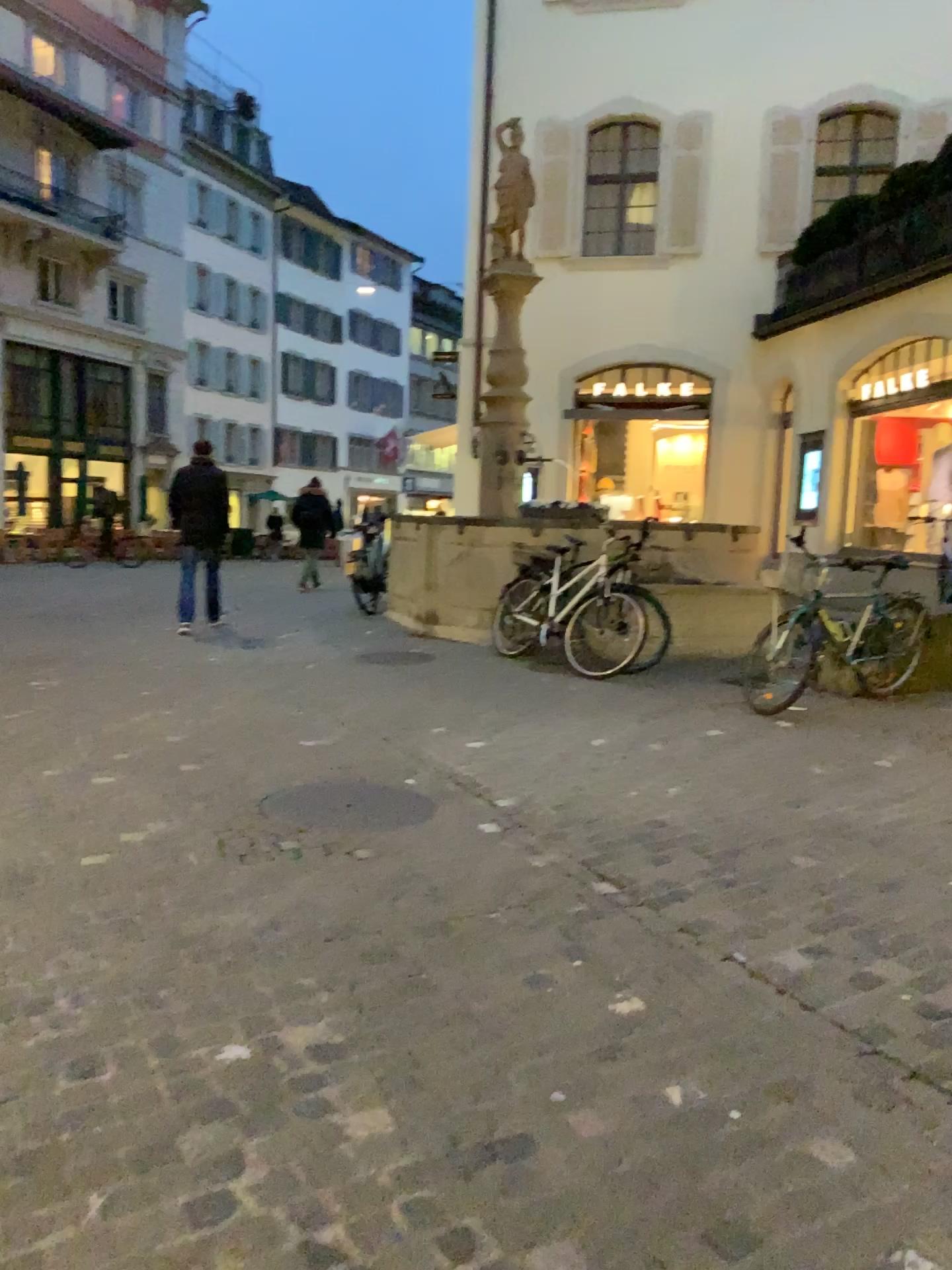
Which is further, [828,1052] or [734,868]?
[734,868]
